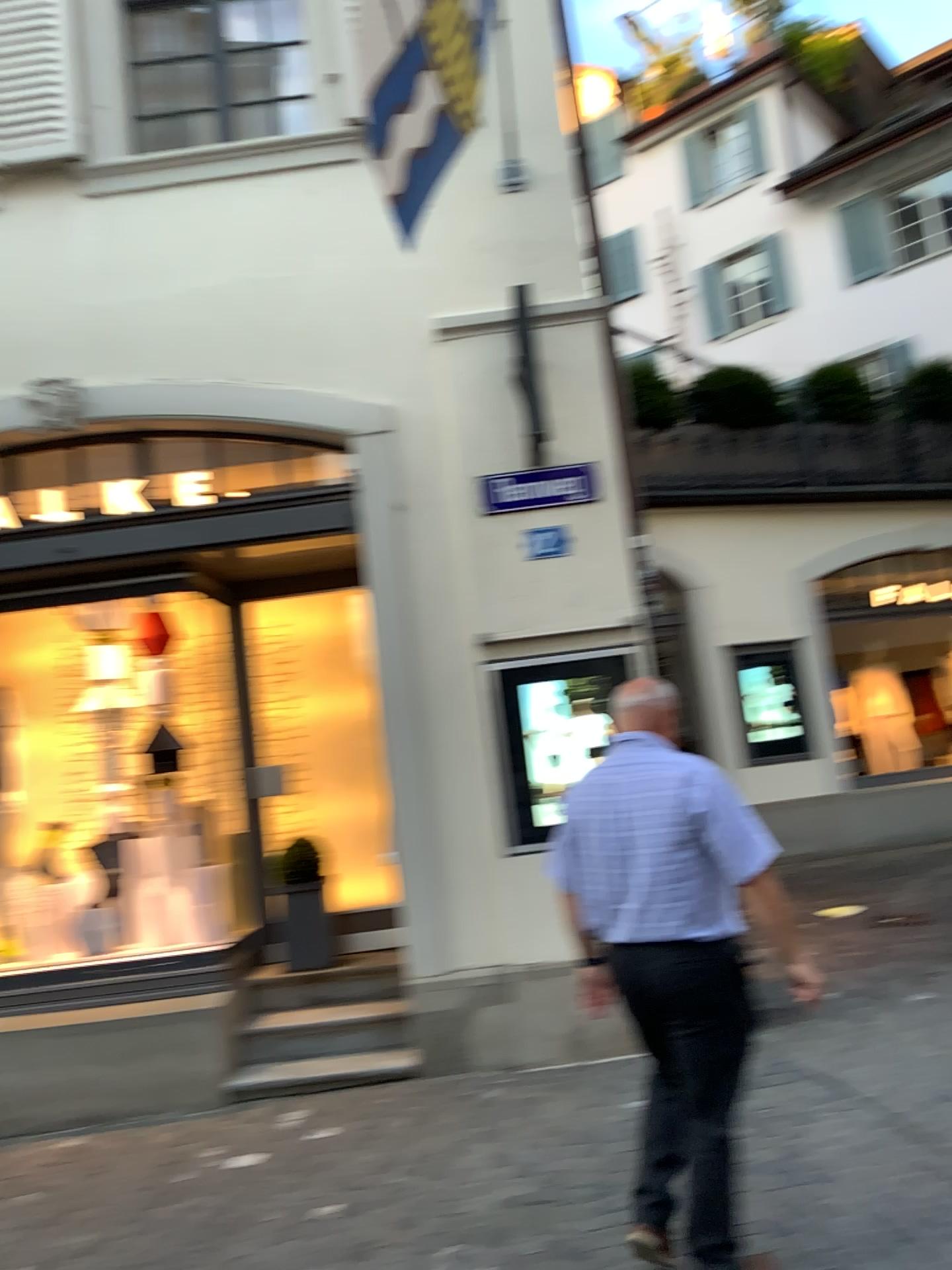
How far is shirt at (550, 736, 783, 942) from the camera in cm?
281

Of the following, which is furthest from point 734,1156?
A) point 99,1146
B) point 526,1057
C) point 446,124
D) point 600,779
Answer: point 446,124

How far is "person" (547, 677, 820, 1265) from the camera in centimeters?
281cm

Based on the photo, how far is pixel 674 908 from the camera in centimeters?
281cm

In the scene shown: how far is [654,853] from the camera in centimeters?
281cm
